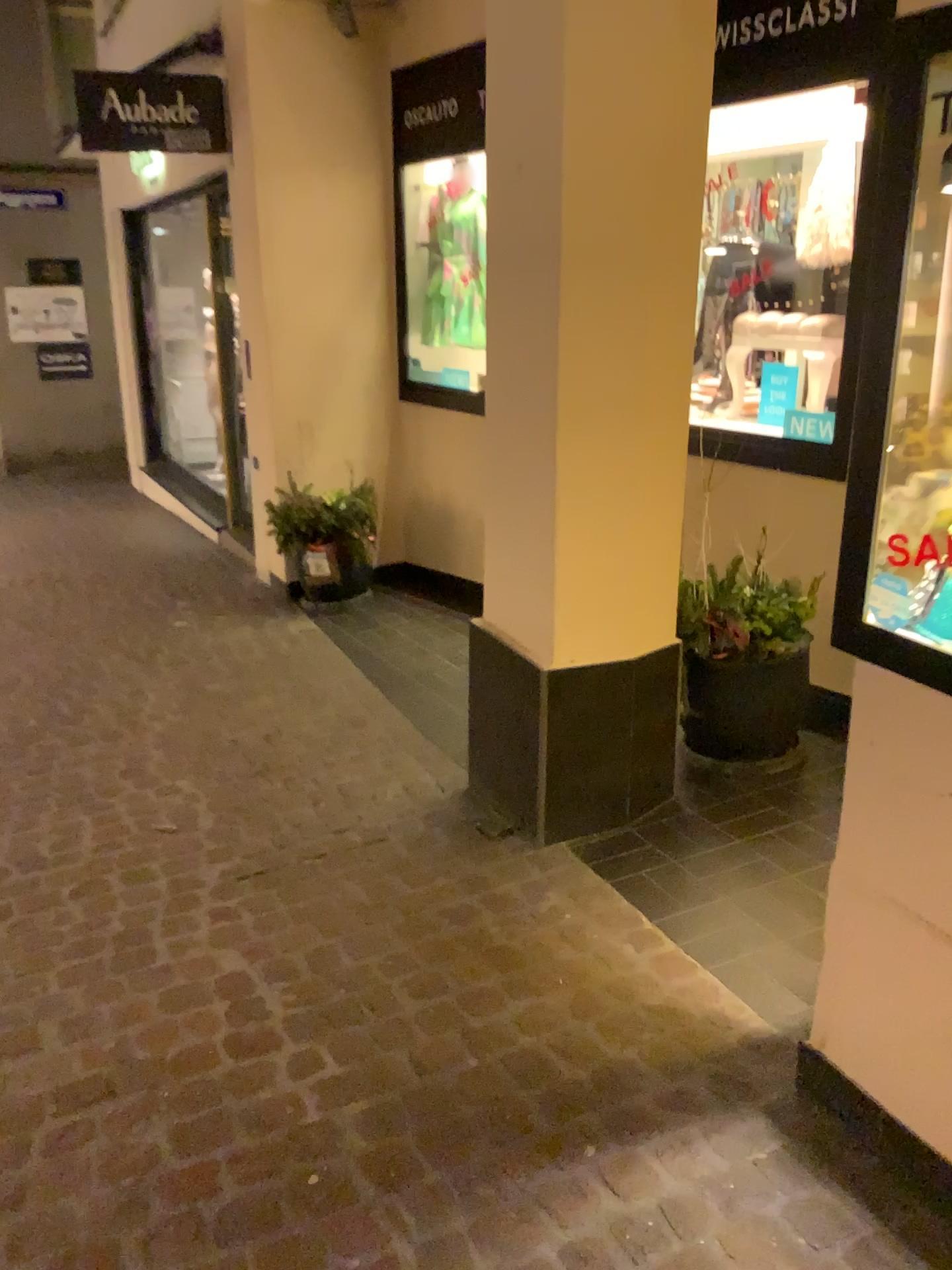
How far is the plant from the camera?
3.0m

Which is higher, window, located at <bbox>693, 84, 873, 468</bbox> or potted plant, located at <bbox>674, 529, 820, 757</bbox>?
window, located at <bbox>693, 84, 873, 468</bbox>

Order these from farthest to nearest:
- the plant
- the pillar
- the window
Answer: the window, the plant, the pillar

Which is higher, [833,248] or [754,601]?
[833,248]

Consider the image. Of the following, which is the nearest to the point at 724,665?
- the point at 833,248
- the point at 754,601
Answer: the point at 754,601

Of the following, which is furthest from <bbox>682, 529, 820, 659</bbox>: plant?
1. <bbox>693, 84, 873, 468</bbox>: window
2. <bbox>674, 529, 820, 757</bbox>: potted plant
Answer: <bbox>693, 84, 873, 468</bbox>: window

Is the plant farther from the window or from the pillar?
the window

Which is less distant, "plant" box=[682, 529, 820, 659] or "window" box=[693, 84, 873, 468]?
"plant" box=[682, 529, 820, 659]

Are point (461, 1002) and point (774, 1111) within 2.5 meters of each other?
yes

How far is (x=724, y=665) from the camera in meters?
3.1 m
